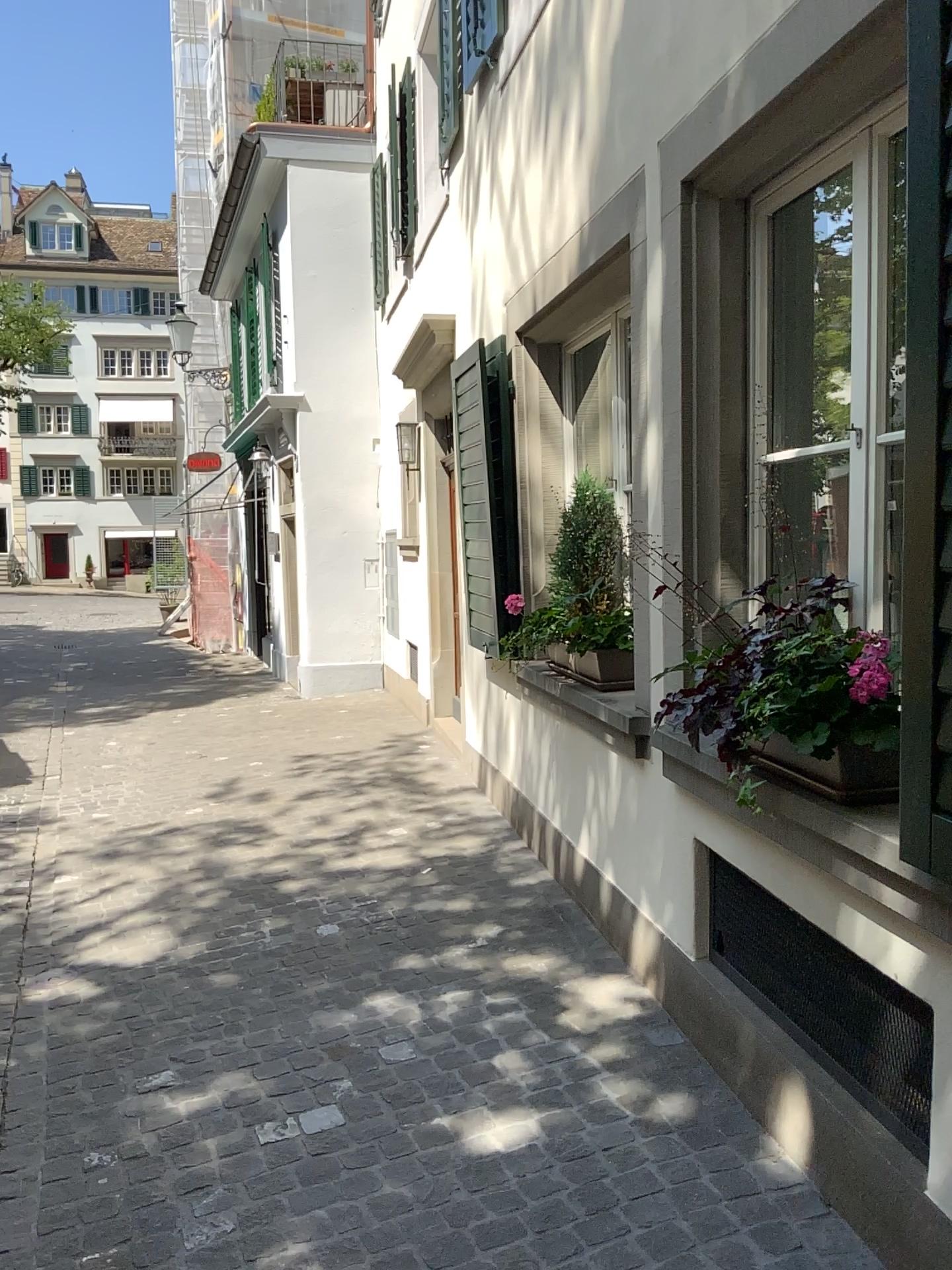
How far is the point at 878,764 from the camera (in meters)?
2.13

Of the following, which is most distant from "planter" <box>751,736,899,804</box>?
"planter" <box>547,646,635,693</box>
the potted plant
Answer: "planter" <box>547,646,635,693</box>

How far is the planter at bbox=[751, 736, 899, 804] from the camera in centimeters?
213cm

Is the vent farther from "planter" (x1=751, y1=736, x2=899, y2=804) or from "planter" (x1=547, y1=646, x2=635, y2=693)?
"planter" (x1=547, y1=646, x2=635, y2=693)

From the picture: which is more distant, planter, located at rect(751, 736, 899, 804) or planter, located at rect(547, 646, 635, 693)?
planter, located at rect(547, 646, 635, 693)

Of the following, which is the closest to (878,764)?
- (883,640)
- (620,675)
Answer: → (883,640)

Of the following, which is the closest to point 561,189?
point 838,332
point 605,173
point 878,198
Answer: point 605,173

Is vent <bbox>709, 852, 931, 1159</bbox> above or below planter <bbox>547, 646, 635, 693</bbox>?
below

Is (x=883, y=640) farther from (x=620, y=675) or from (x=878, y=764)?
(x=620, y=675)
